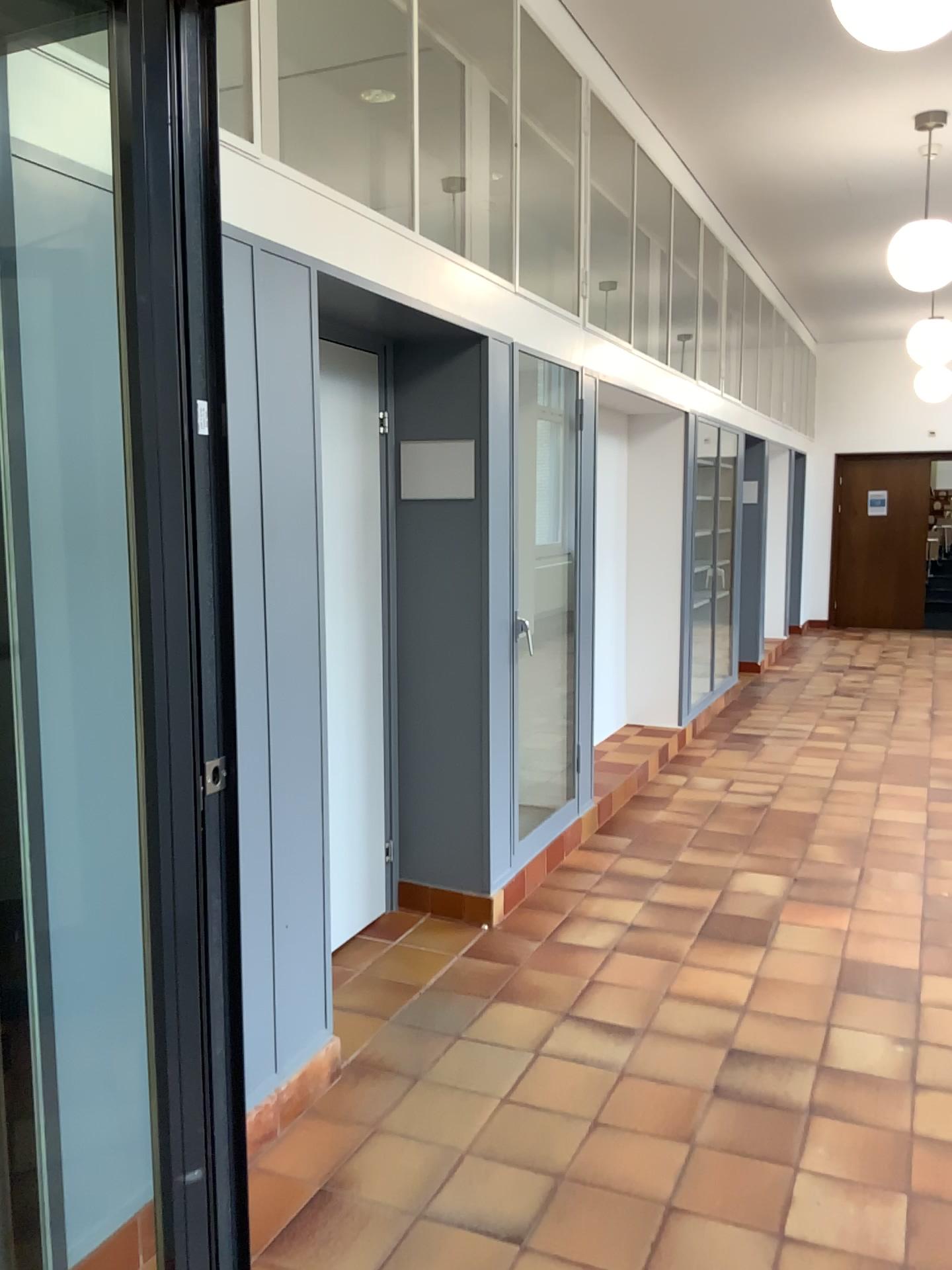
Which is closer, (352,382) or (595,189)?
(352,382)

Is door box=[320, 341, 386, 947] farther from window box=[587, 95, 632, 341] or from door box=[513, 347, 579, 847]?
window box=[587, 95, 632, 341]

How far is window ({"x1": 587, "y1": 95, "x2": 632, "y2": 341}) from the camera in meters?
4.8

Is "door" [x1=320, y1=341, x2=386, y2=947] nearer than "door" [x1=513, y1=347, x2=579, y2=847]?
Yes

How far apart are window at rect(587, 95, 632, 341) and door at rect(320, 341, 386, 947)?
1.4 meters

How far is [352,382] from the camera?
3.64m

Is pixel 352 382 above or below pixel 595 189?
below

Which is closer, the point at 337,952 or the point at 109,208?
the point at 109,208

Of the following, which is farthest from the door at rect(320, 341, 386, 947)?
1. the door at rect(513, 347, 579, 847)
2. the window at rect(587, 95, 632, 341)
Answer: the window at rect(587, 95, 632, 341)

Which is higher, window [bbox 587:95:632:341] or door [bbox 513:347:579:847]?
window [bbox 587:95:632:341]
